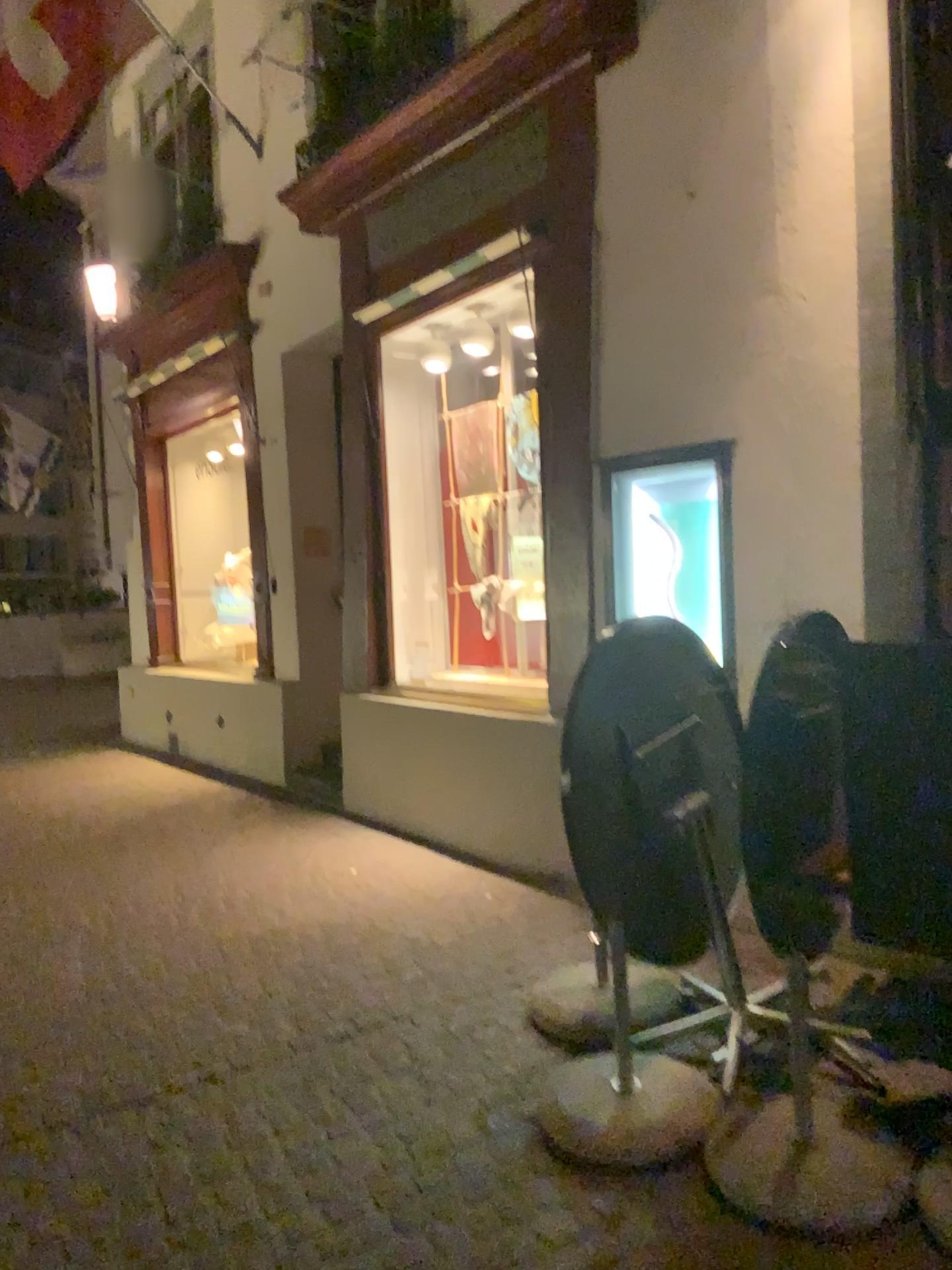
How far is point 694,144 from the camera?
3.88m
